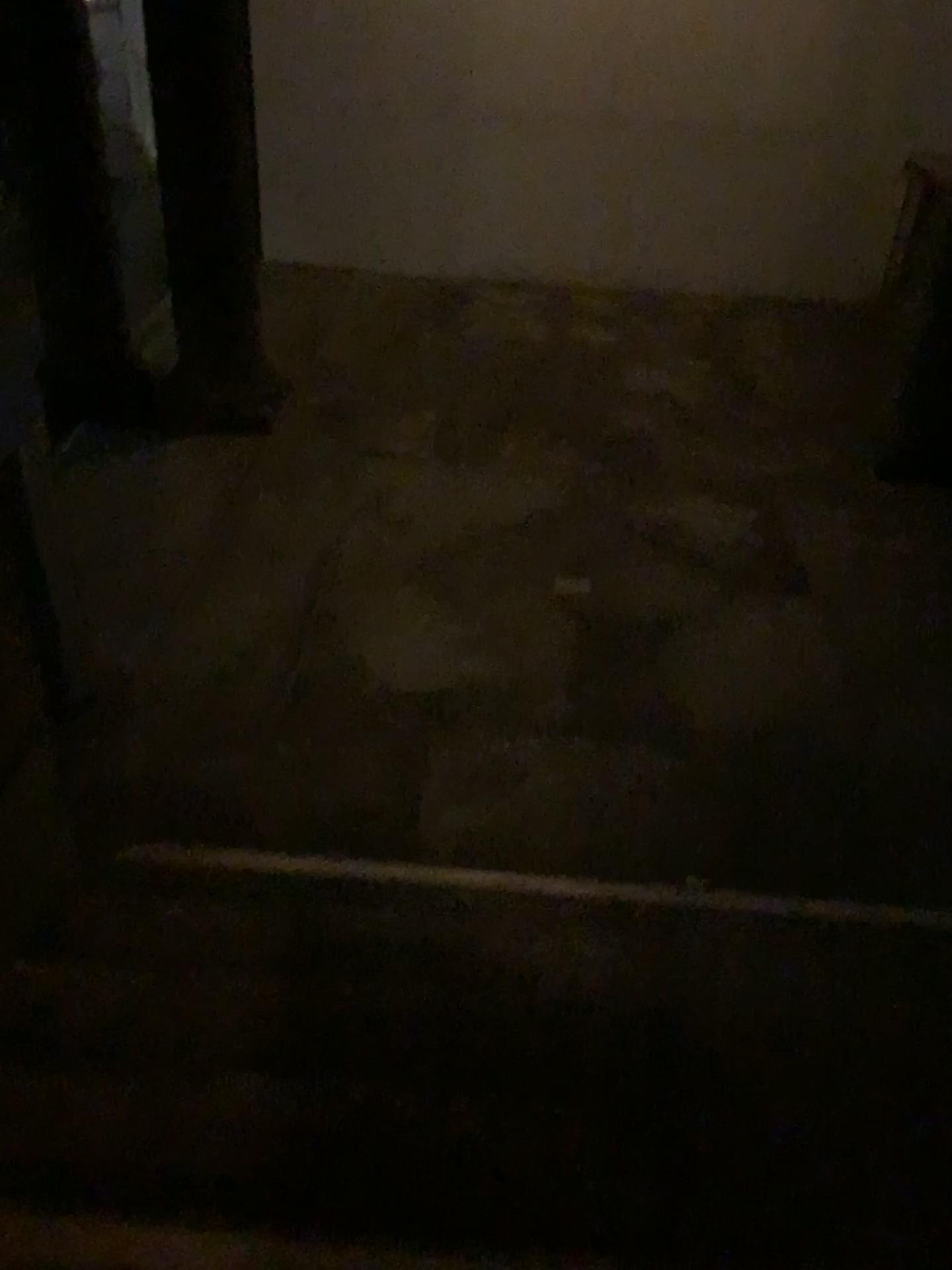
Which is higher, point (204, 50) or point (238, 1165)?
point (204, 50)

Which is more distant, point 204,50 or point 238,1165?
point 204,50

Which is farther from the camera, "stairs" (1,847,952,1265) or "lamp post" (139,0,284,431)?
"lamp post" (139,0,284,431)

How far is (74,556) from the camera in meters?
4.0
